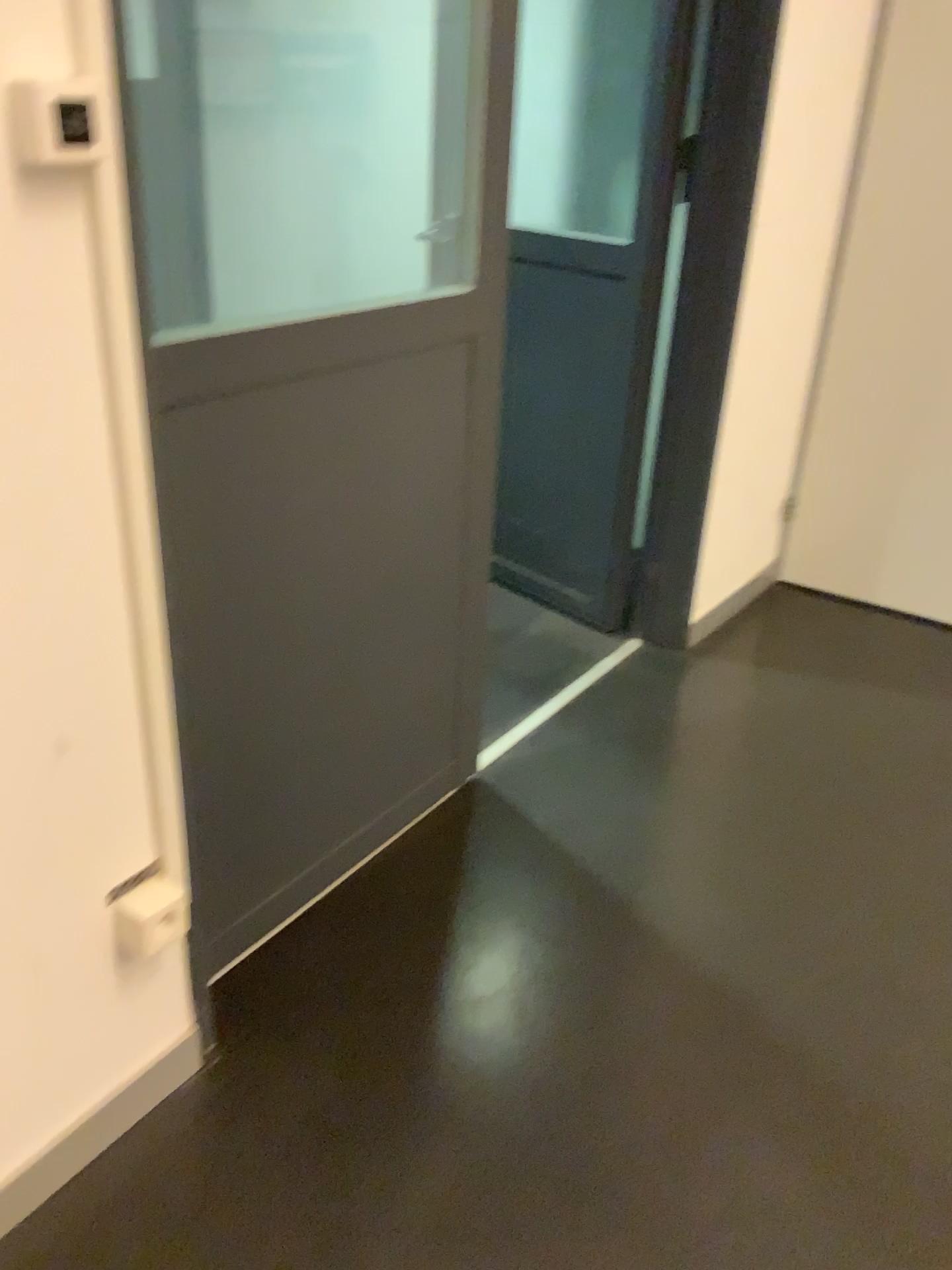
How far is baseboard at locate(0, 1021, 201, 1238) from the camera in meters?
1.3

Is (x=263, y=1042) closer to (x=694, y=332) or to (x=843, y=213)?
(x=694, y=332)

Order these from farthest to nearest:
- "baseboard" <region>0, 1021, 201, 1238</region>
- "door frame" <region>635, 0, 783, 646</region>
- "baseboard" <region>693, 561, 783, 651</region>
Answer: "baseboard" <region>693, 561, 783, 651</region> < "door frame" <region>635, 0, 783, 646</region> < "baseboard" <region>0, 1021, 201, 1238</region>

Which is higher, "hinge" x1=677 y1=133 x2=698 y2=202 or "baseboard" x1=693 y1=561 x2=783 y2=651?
"hinge" x1=677 y1=133 x2=698 y2=202

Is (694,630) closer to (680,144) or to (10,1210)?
(680,144)

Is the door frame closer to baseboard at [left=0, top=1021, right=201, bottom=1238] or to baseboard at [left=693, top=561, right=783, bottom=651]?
baseboard at [left=693, top=561, right=783, bottom=651]

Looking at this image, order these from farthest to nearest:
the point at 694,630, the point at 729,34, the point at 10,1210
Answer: the point at 694,630 < the point at 729,34 < the point at 10,1210

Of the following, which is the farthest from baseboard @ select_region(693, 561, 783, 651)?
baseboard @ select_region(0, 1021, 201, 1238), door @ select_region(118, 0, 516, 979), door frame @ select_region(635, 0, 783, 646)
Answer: baseboard @ select_region(0, 1021, 201, 1238)

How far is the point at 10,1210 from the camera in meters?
1.3 m

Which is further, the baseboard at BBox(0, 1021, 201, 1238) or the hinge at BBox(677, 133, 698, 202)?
the hinge at BBox(677, 133, 698, 202)
